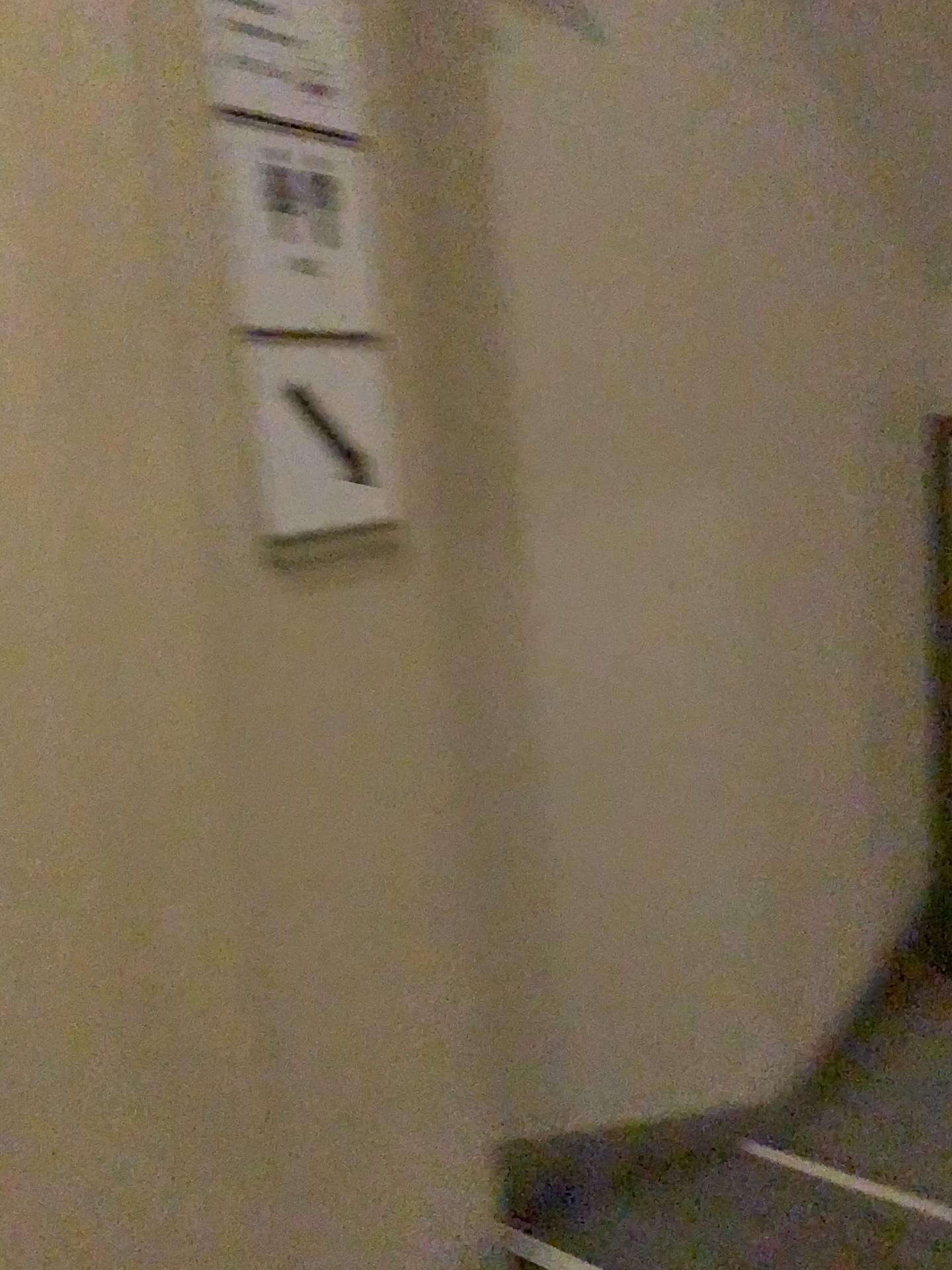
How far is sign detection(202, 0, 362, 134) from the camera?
1.1 meters

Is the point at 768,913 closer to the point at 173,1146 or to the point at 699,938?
the point at 699,938

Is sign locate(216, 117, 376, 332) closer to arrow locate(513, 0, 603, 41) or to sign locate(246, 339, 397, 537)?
sign locate(246, 339, 397, 537)

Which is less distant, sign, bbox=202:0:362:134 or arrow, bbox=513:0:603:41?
sign, bbox=202:0:362:134

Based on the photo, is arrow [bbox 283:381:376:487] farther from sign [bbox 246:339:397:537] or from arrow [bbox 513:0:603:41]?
arrow [bbox 513:0:603:41]

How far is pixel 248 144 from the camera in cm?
110

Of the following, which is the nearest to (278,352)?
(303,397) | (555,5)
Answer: (303,397)

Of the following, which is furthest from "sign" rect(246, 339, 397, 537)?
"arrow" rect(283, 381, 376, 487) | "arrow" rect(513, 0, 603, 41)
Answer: "arrow" rect(513, 0, 603, 41)

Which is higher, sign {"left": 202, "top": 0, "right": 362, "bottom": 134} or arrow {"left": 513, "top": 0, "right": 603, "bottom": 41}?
arrow {"left": 513, "top": 0, "right": 603, "bottom": 41}

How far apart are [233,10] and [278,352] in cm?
34
